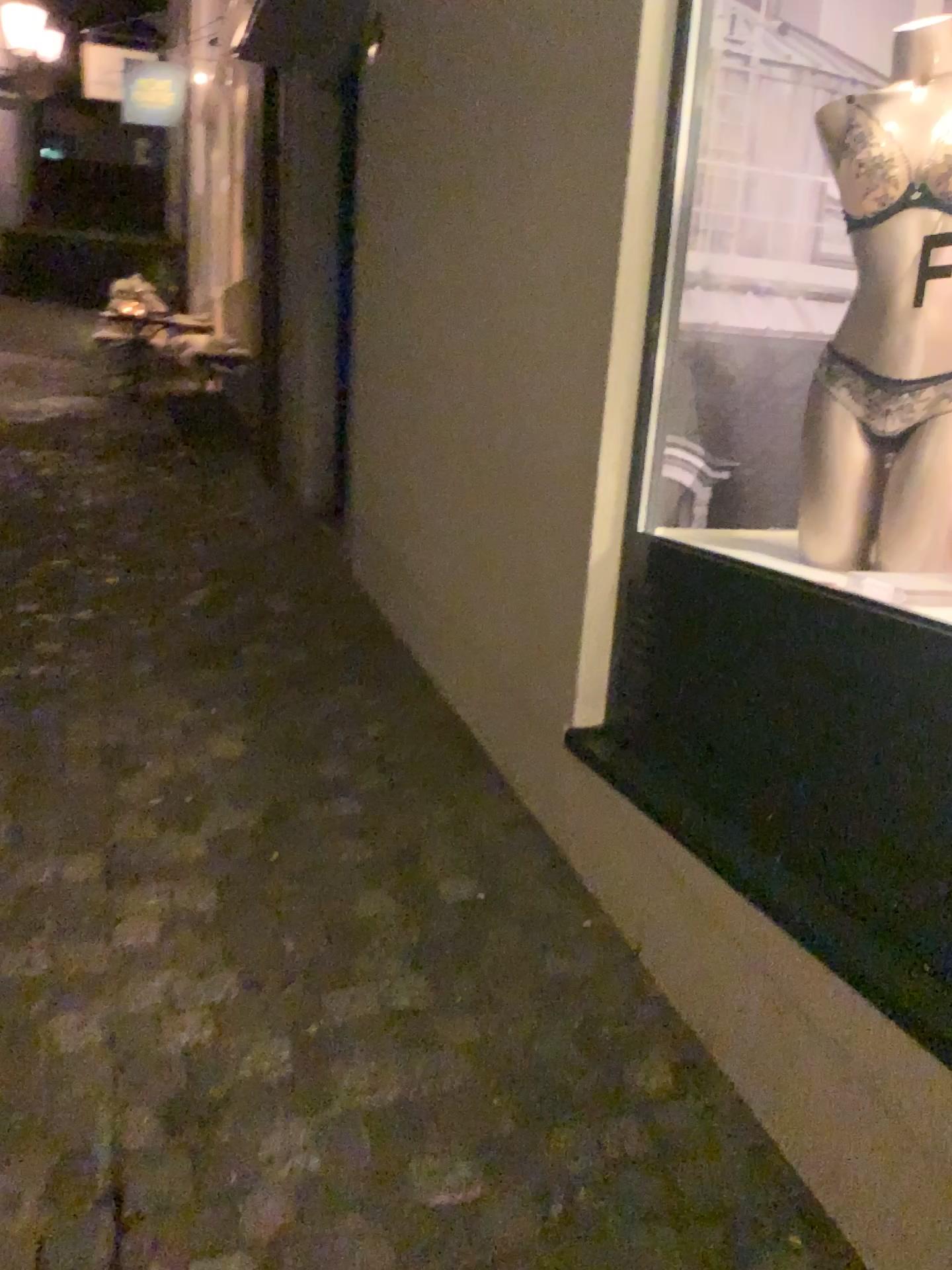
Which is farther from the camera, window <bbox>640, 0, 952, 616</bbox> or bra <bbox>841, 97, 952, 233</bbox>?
window <bbox>640, 0, 952, 616</bbox>

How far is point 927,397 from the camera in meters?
1.8

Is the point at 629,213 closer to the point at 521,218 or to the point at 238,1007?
the point at 521,218

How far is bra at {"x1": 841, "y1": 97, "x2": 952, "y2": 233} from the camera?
1.7m

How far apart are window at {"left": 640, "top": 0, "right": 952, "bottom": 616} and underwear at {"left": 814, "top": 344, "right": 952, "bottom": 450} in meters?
0.3 m

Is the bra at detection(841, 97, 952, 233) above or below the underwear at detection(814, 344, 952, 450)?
above

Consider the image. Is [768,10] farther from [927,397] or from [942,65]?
[927,397]

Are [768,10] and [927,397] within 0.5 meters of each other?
no

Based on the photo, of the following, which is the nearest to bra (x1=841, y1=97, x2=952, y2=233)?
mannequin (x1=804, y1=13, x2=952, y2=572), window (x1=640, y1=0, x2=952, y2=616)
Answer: mannequin (x1=804, y1=13, x2=952, y2=572)

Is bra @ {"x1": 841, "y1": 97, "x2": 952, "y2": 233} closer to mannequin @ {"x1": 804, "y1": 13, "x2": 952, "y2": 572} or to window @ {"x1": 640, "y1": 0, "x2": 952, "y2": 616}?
mannequin @ {"x1": 804, "y1": 13, "x2": 952, "y2": 572}
